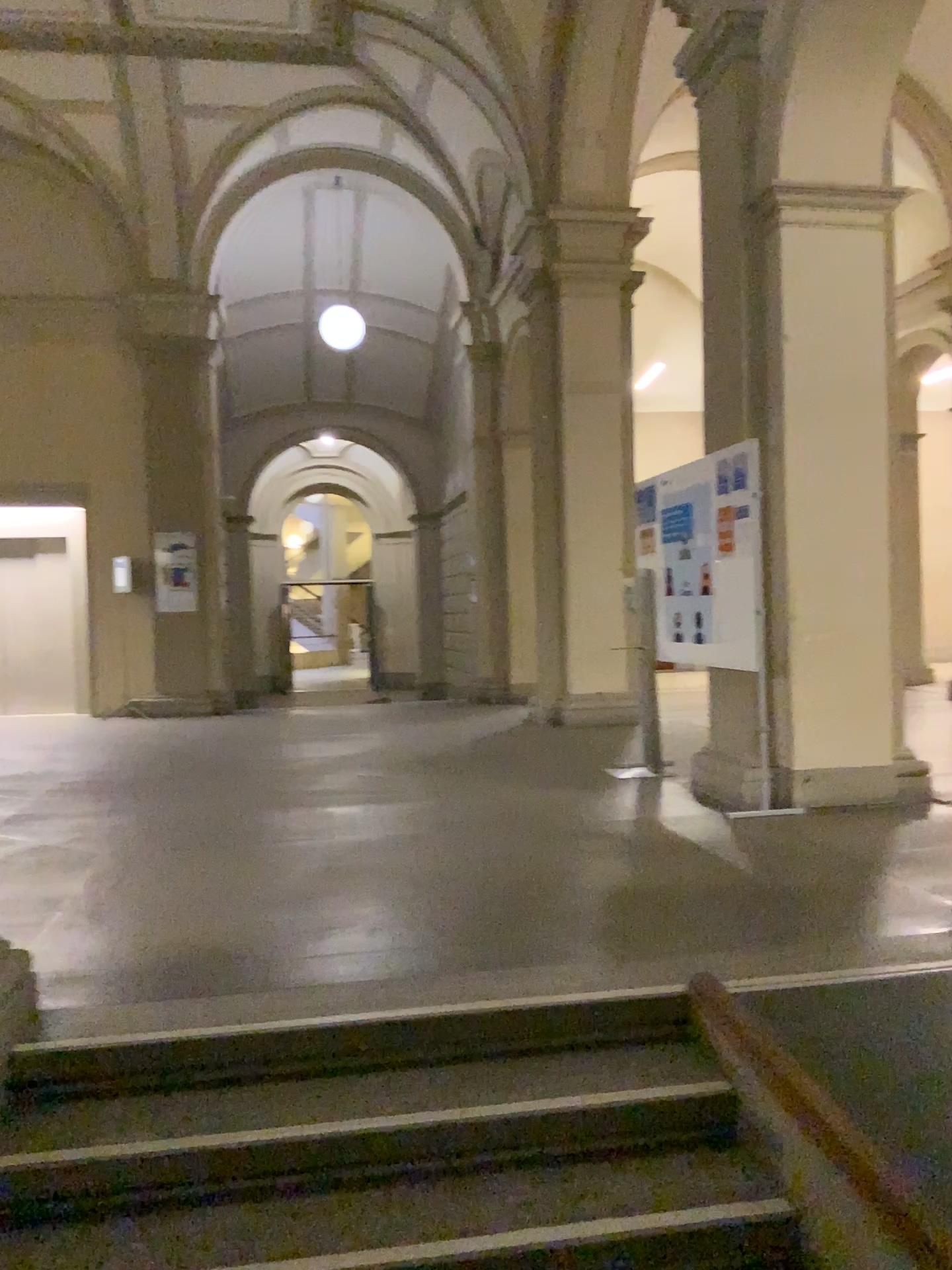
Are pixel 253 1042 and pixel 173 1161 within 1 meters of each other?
yes
